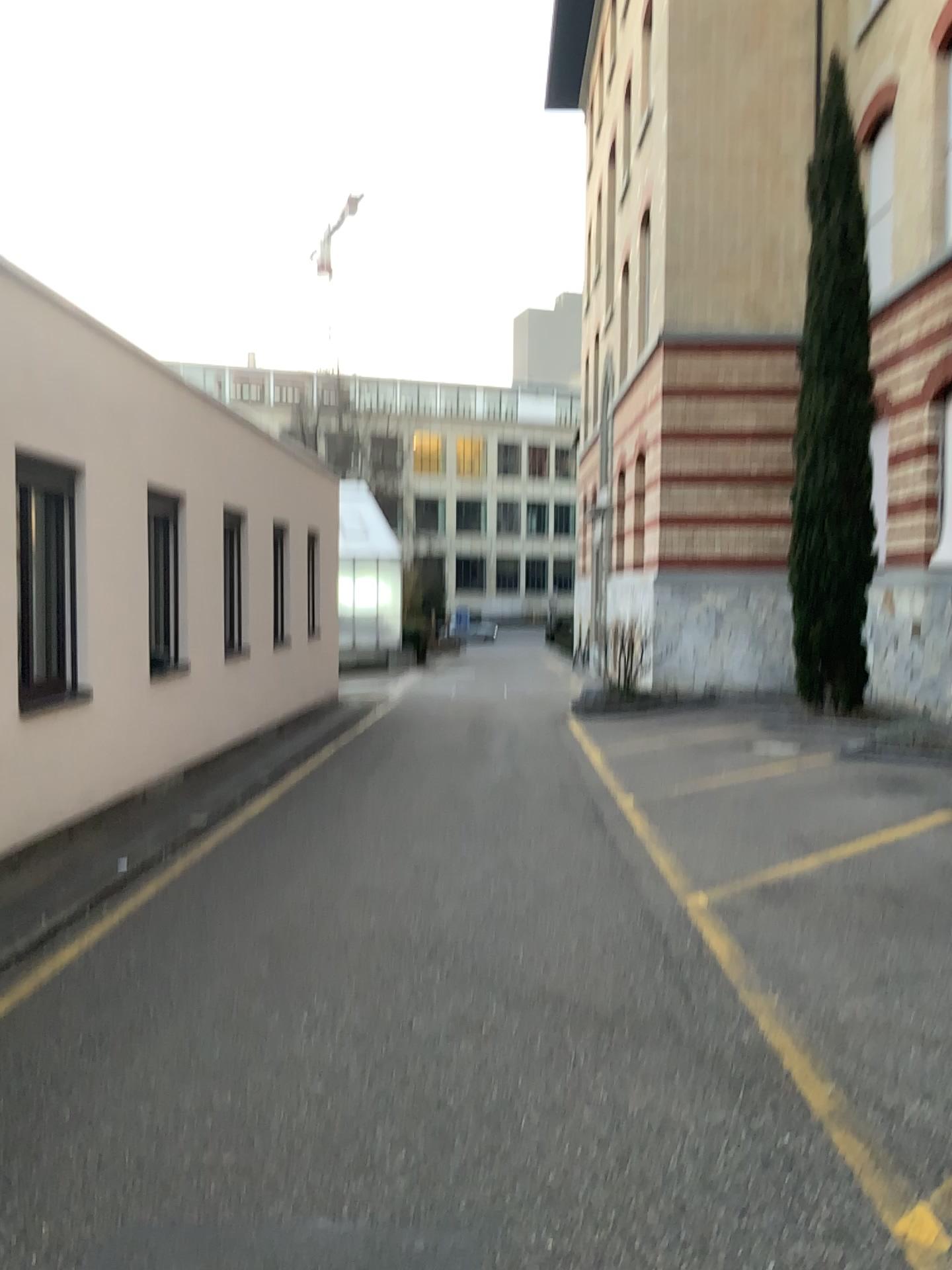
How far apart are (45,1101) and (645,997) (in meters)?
2.41
